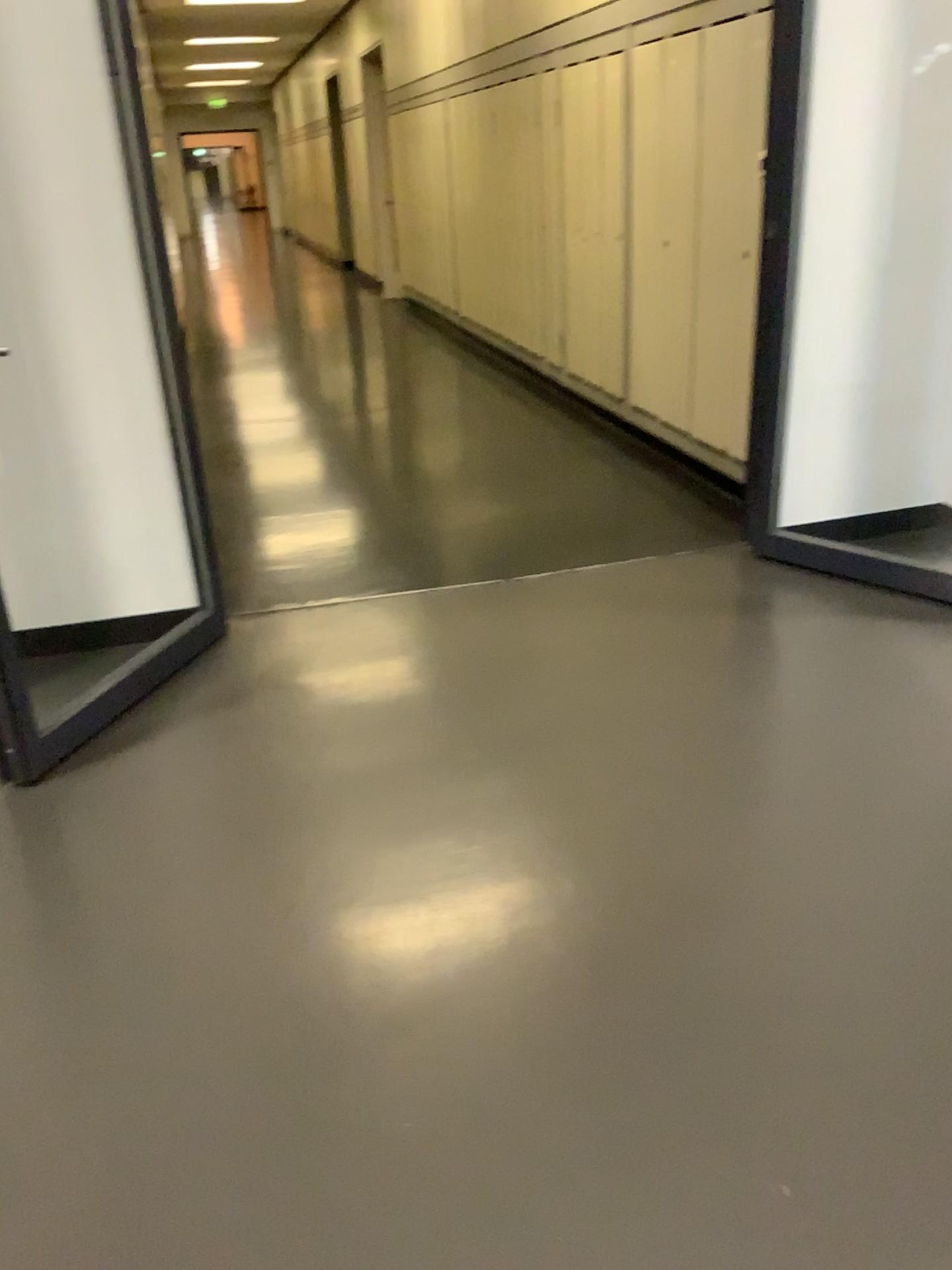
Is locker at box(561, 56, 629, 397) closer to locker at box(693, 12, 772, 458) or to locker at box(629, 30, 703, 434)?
locker at box(629, 30, 703, 434)

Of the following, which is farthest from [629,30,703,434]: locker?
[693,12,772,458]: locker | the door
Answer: the door

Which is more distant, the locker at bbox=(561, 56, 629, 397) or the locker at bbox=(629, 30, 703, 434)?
the locker at bbox=(561, 56, 629, 397)

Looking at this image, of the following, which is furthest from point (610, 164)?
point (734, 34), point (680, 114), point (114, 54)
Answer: point (114, 54)

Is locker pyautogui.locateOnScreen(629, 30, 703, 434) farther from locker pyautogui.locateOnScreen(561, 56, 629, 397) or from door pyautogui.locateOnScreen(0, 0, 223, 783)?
door pyautogui.locateOnScreen(0, 0, 223, 783)

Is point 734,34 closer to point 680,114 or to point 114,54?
point 680,114

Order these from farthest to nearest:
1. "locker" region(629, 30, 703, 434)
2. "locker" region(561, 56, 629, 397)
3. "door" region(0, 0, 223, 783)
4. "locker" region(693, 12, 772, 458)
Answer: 1. "locker" region(561, 56, 629, 397)
2. "locker" region(629, 30, 703, 434)
3. "locker" region(693, 12, 772, 458)
4. "door" region(0, 0, 223, 783)

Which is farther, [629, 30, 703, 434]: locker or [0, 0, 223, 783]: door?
[629, 30, 703, 434]: locker

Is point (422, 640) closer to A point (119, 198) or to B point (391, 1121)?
A point (119, 198)

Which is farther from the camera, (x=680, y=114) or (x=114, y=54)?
(x=680, y=114)
